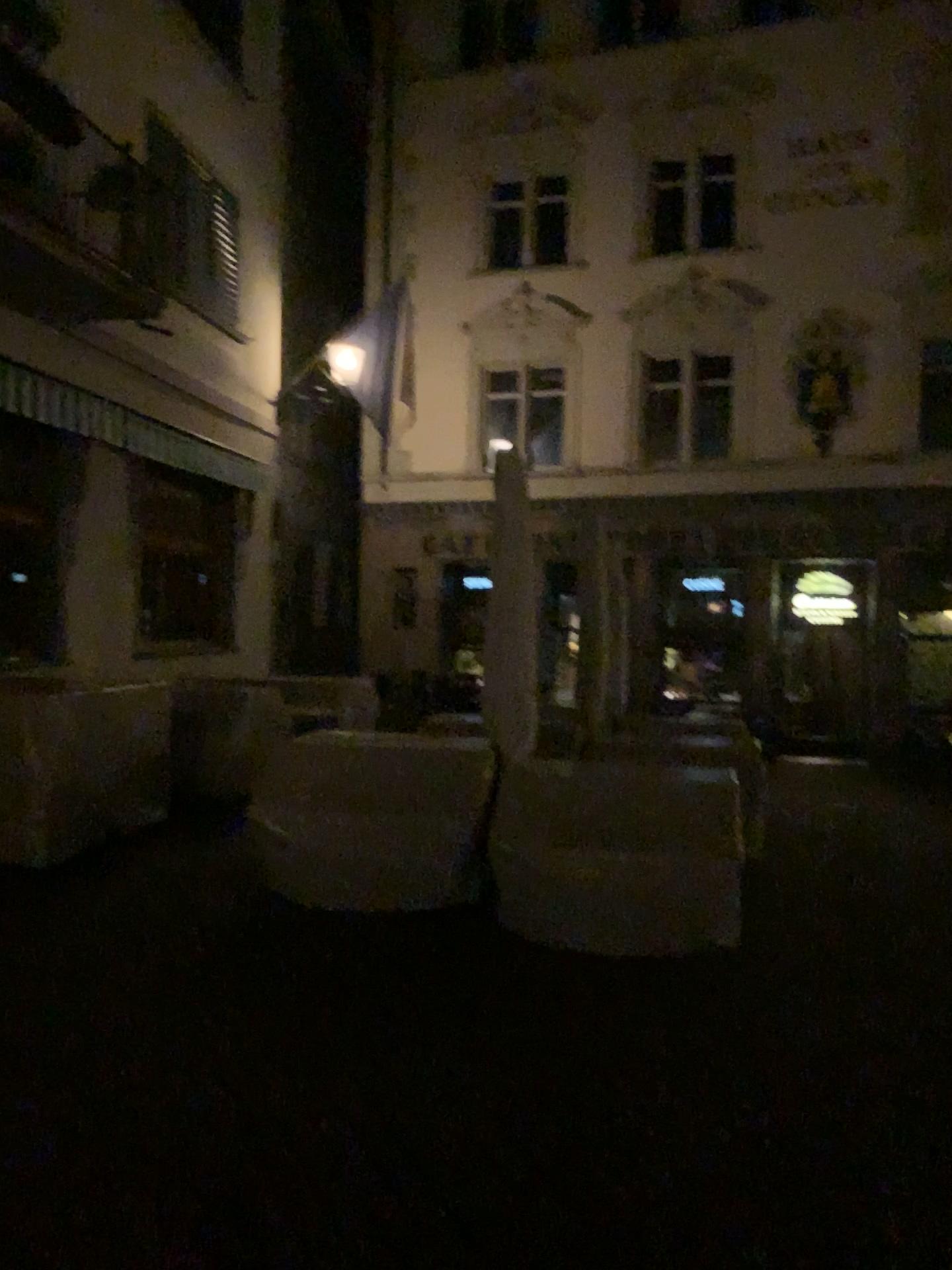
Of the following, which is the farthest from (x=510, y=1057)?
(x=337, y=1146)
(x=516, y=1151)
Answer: (x=337, y=1146)
